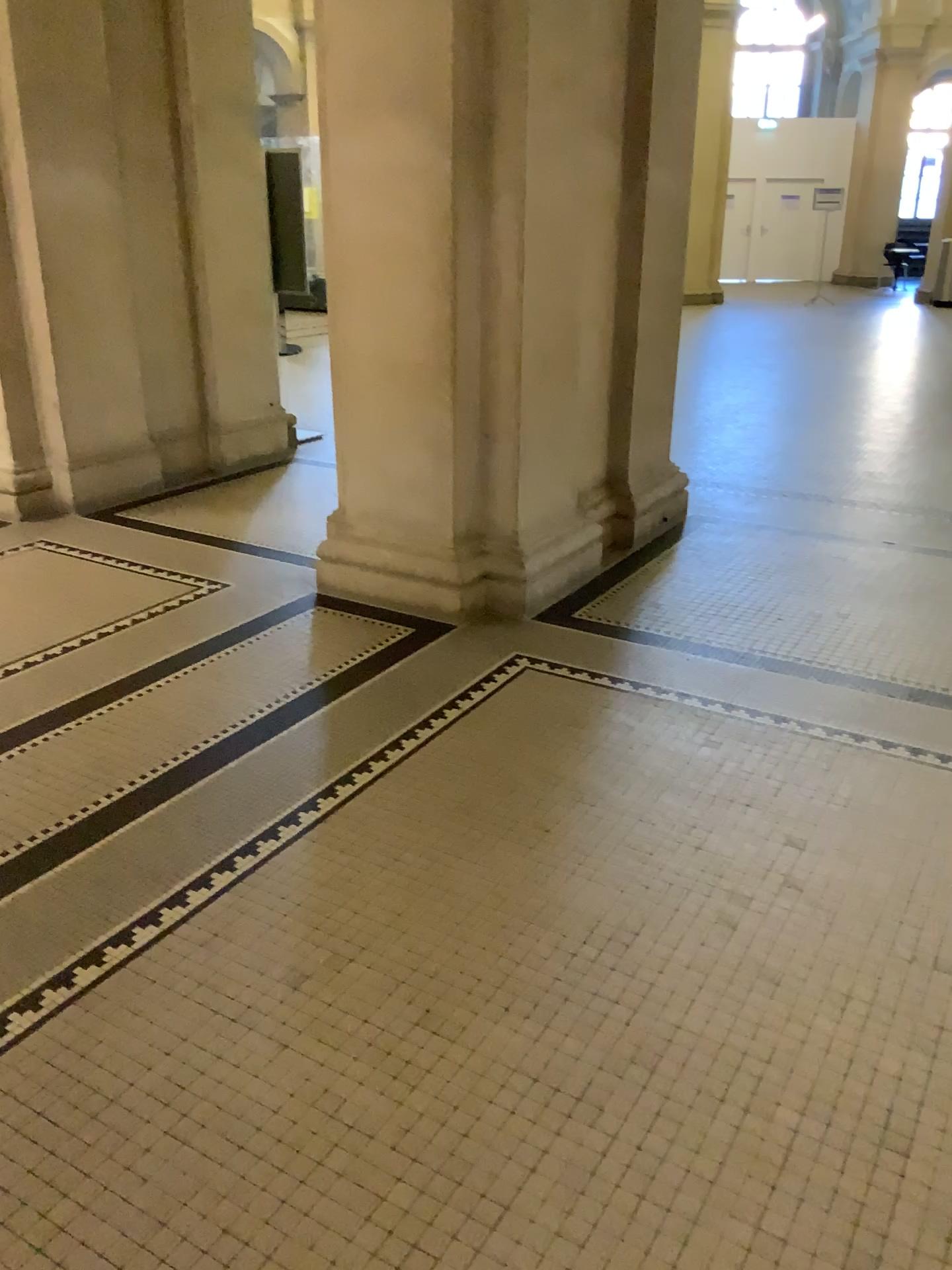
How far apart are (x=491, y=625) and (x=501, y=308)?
1.2 meters
